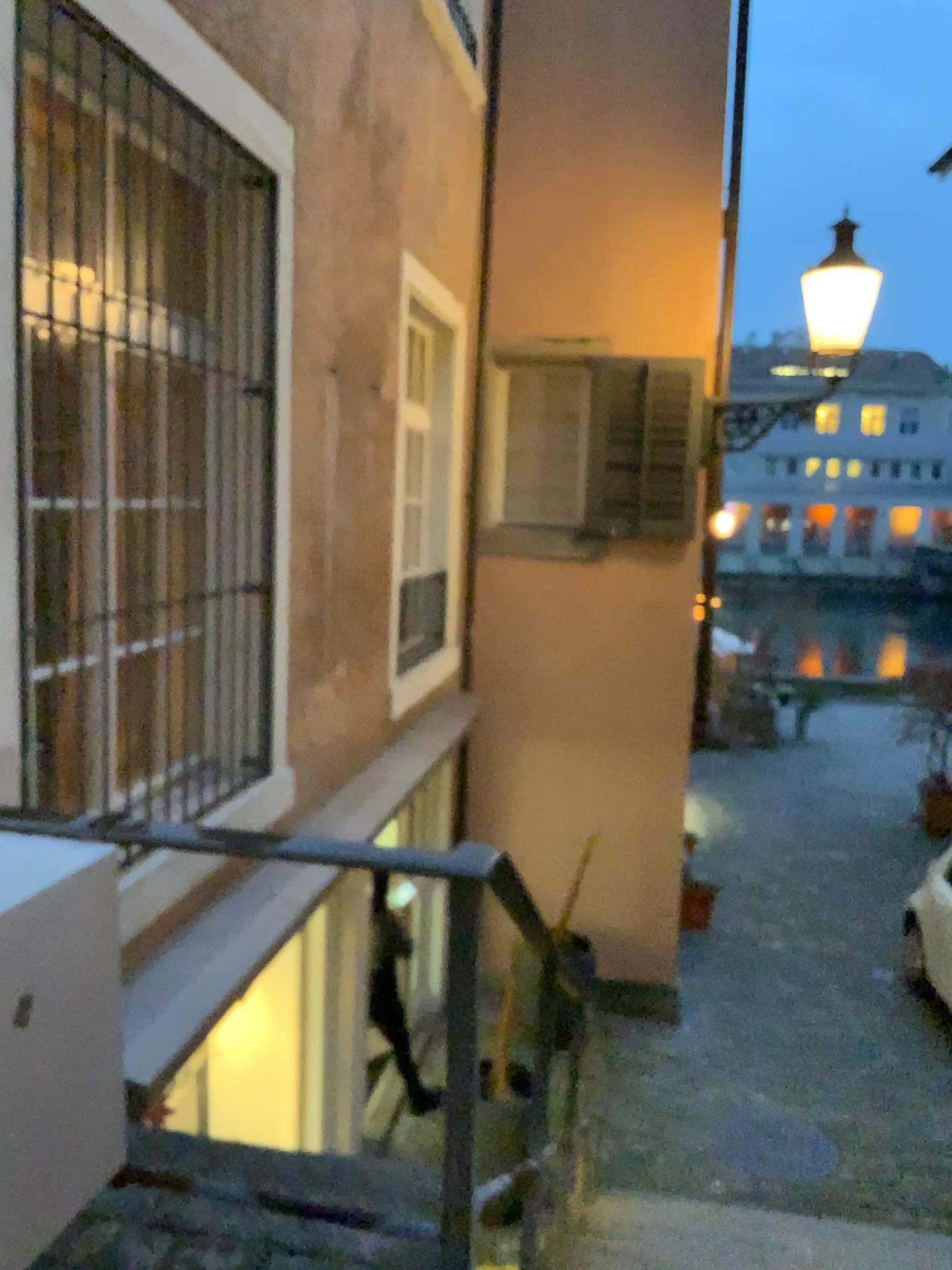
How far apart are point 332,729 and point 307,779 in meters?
0.3 m
